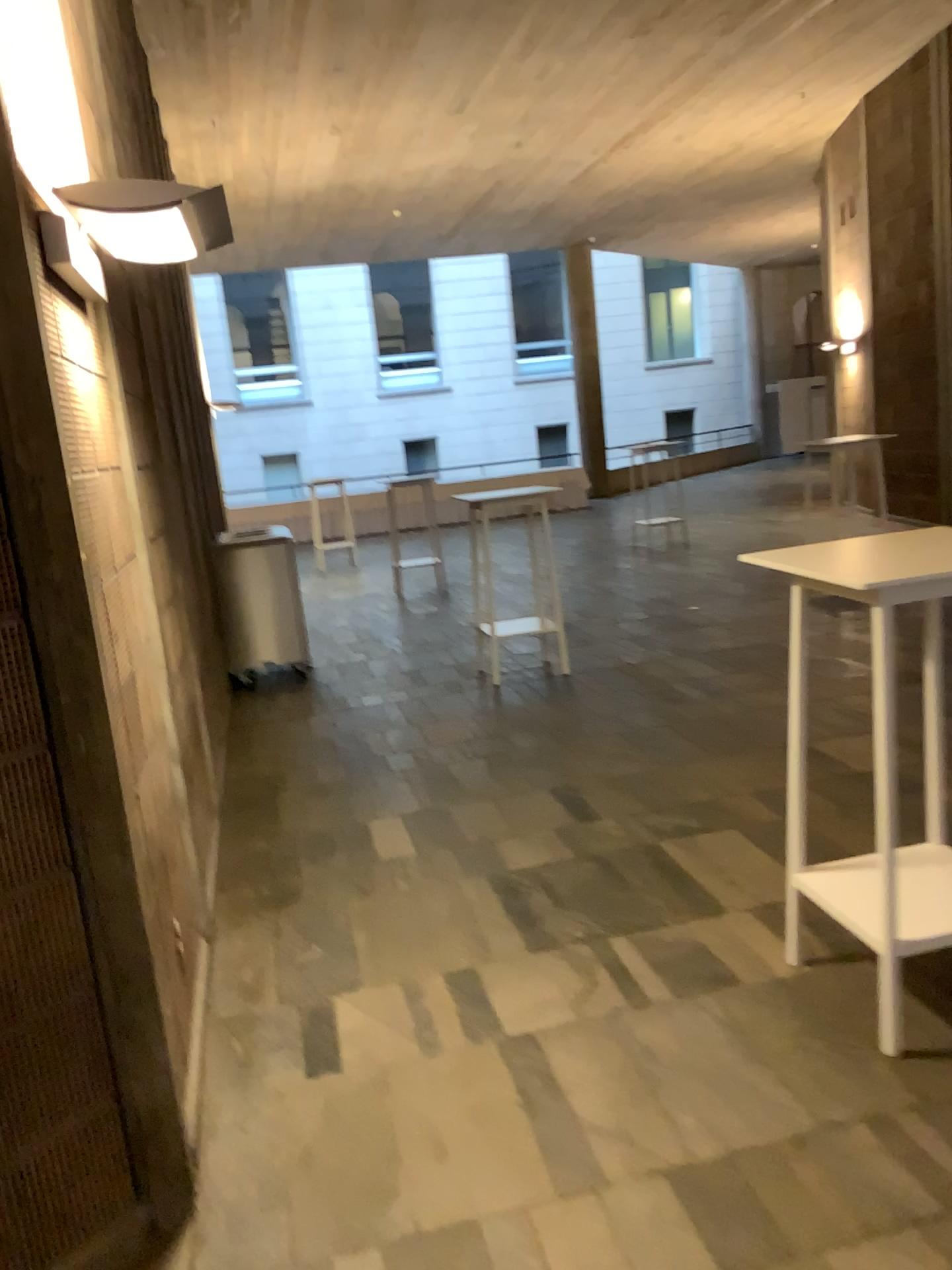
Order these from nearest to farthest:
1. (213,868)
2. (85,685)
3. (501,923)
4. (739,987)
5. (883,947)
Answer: (85,685) → (883,947) → (739,987) → (501,923) → (213,868)

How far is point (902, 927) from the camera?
2.63m

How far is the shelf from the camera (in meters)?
2.63
